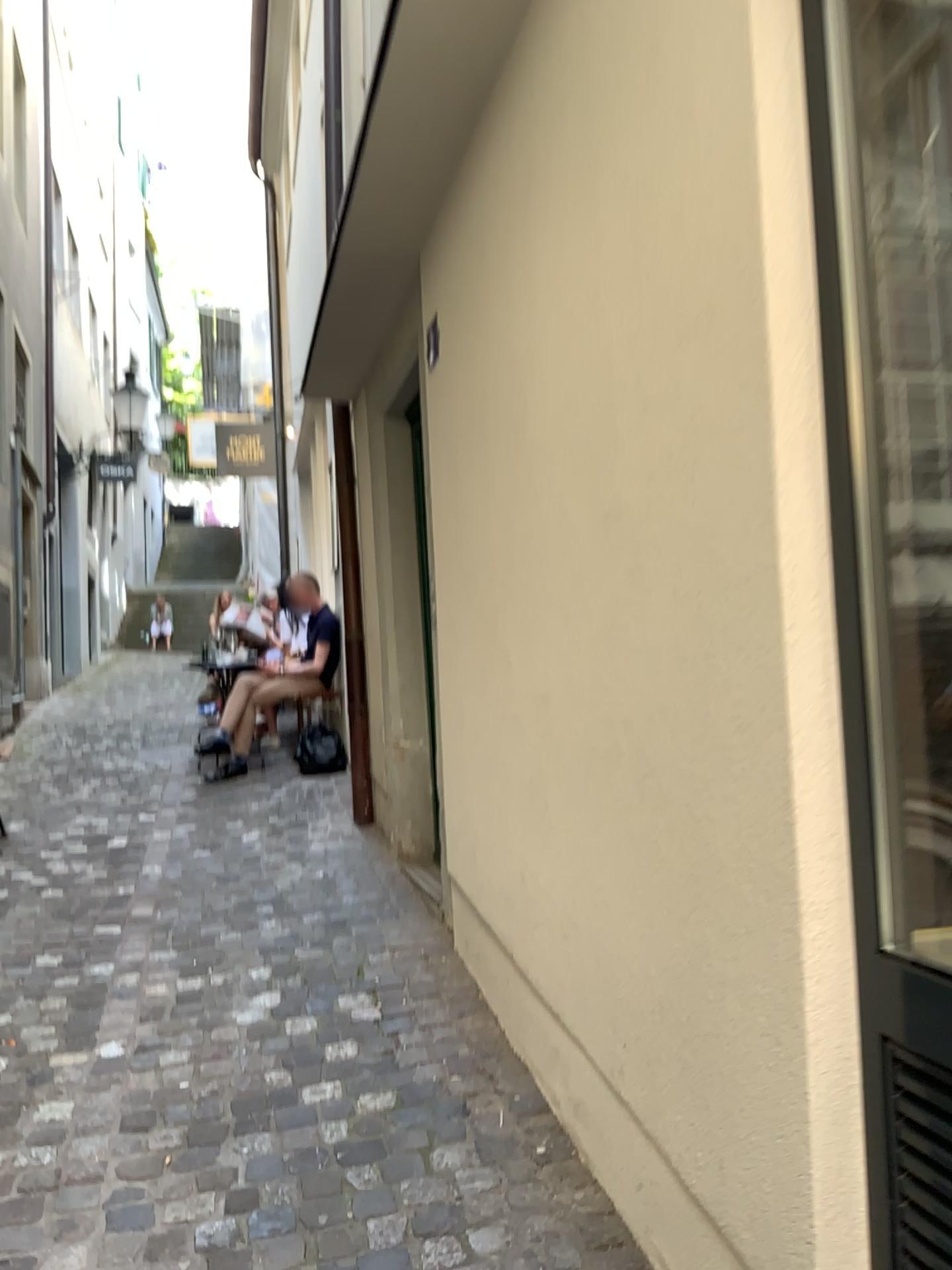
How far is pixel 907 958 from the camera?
1.28m

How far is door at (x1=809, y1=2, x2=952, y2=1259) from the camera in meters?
1.3

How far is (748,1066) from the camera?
1.5 meters

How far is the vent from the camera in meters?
1.2 m

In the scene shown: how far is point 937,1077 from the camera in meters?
1.2 m
